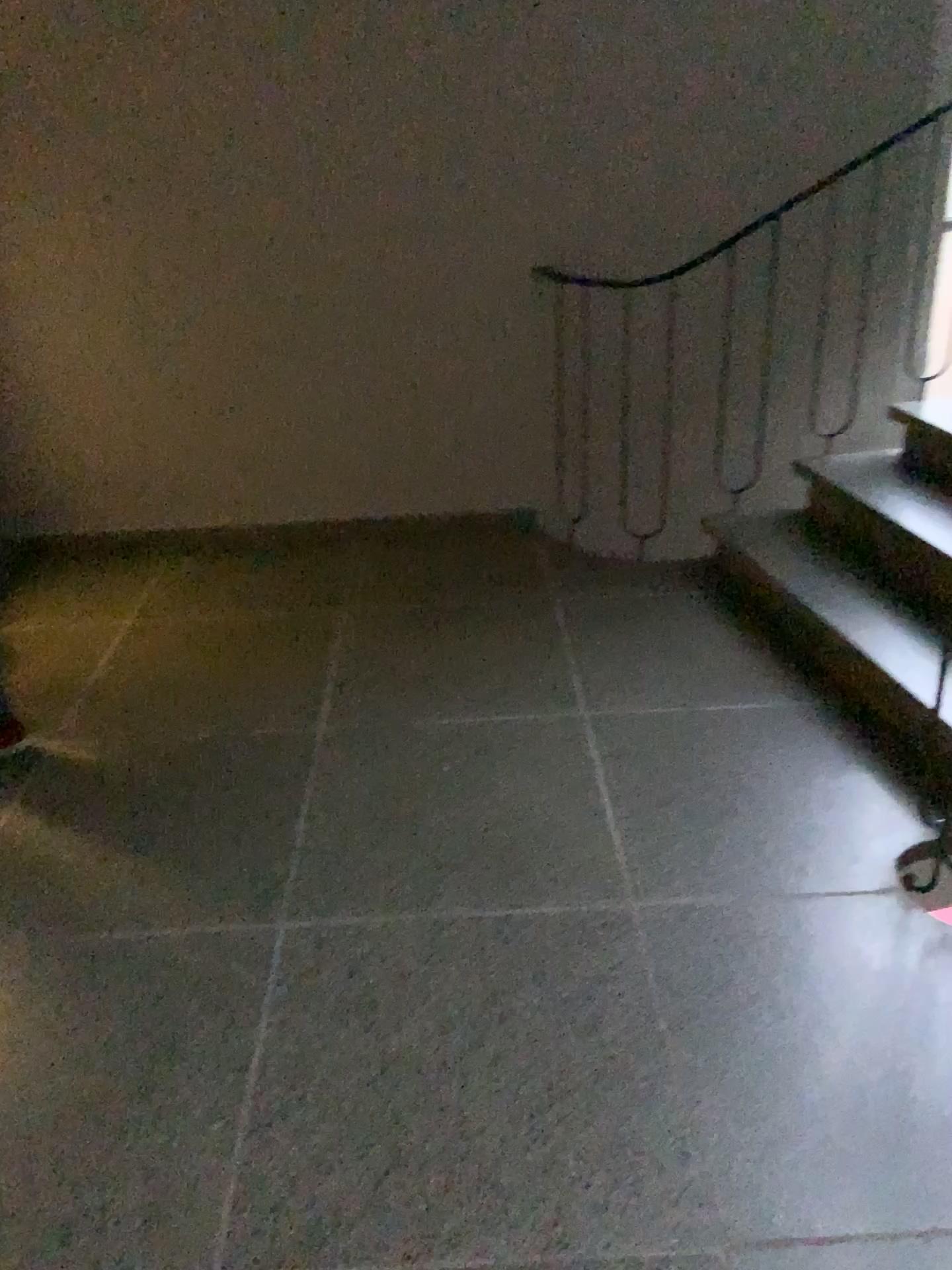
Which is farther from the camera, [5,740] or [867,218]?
[867,218]

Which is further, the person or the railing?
the railing

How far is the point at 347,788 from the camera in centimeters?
244cm

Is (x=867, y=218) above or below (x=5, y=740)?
above
